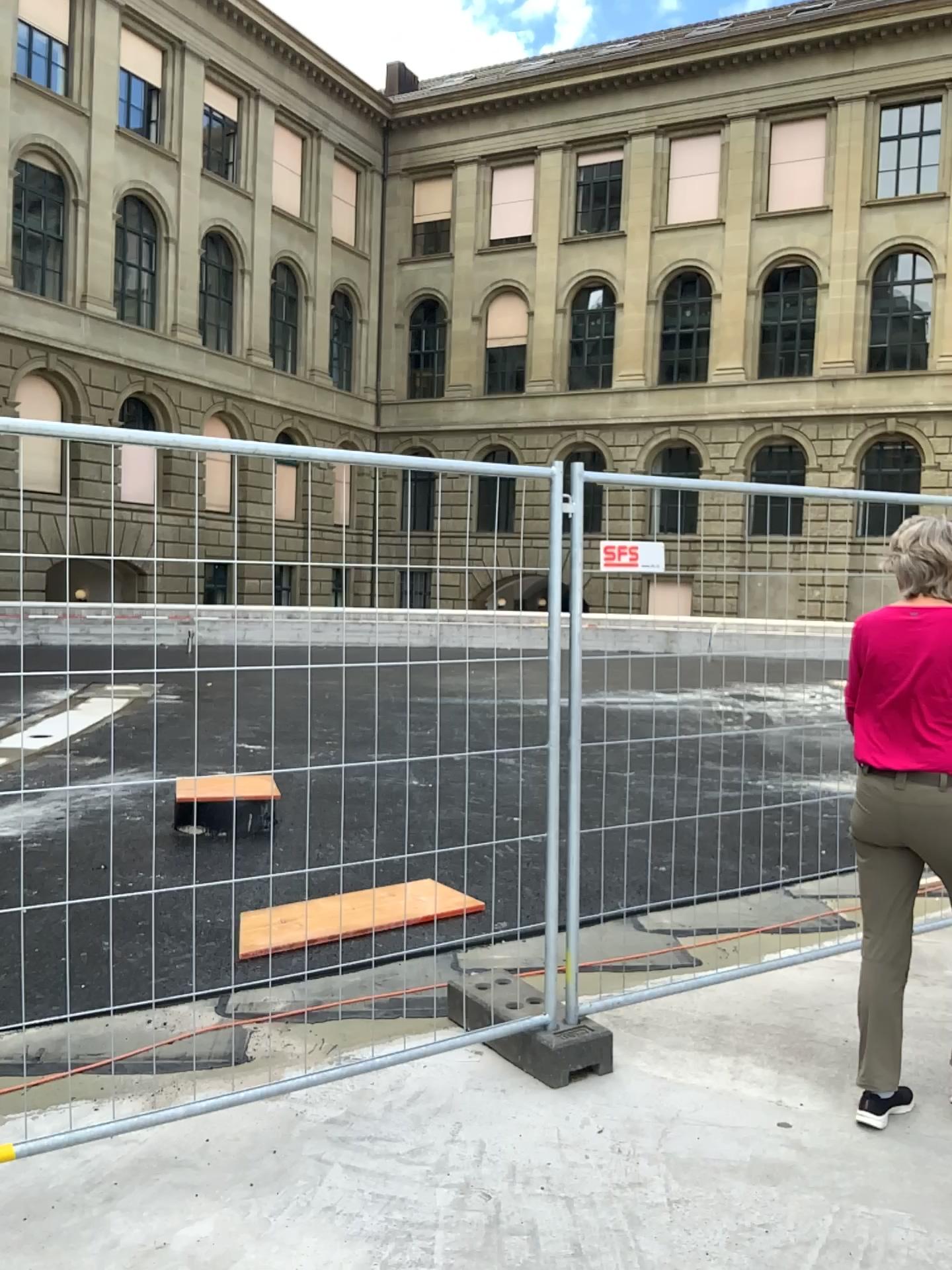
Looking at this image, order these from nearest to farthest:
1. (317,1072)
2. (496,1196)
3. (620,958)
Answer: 1. (496,1196)
2. (317,1072)
3. (620,958)

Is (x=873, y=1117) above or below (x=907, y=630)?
below
